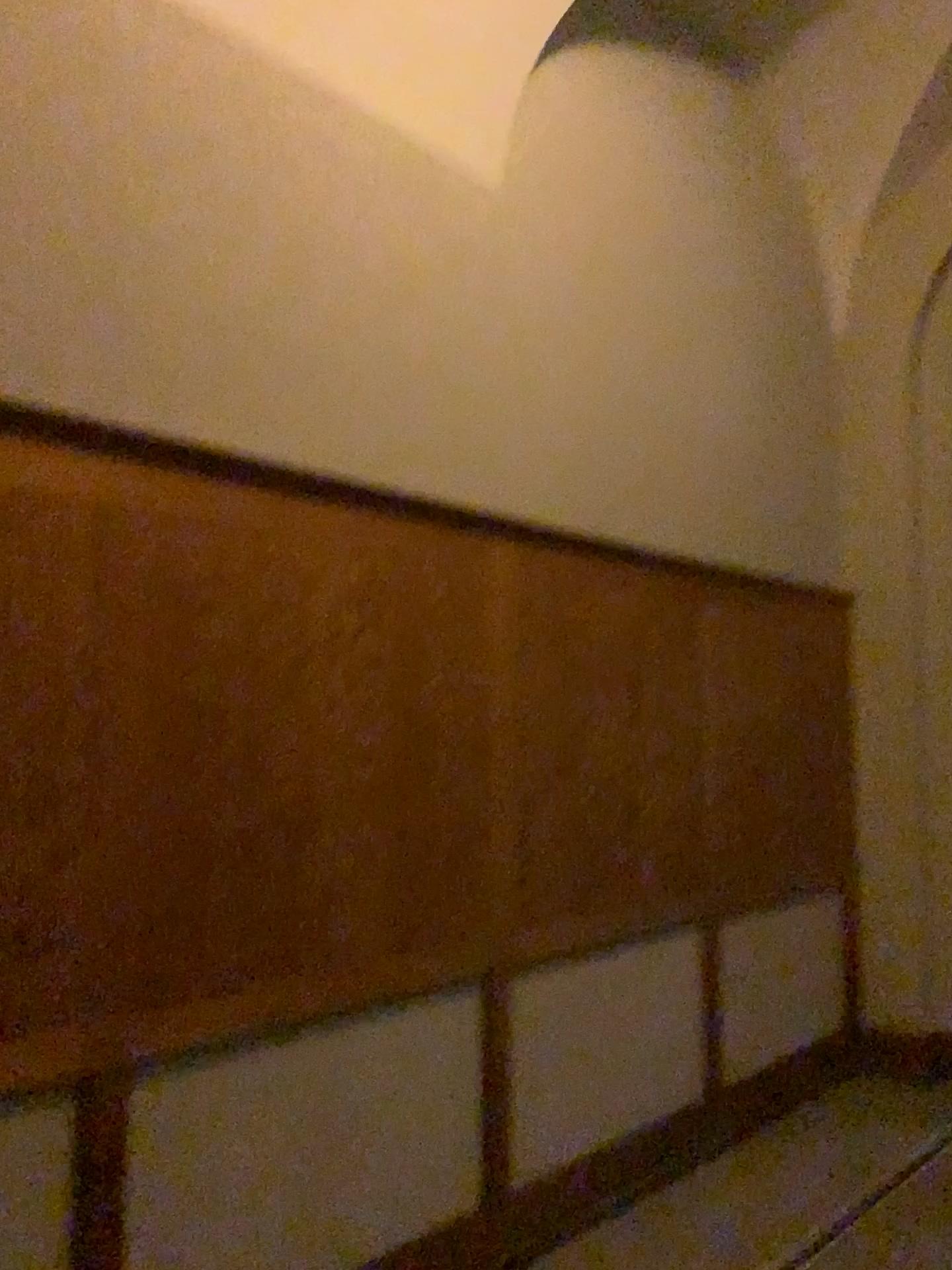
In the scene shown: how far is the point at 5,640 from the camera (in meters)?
2.10

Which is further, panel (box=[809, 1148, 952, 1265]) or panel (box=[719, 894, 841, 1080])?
panel (box=[719, 894, 841, 1080])

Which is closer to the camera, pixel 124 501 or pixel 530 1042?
pixel 124 501

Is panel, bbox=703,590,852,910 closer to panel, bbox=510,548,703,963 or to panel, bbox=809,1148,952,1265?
panel, bbox=510,548,703,963

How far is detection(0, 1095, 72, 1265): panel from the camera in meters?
2.1 m

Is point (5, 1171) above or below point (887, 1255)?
above

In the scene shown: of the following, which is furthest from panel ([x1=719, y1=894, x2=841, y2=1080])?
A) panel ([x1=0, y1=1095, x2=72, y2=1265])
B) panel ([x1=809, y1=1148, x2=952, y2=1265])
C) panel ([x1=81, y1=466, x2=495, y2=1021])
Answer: panel ([x1=0, y1=1095, x2=72, y2=1265])

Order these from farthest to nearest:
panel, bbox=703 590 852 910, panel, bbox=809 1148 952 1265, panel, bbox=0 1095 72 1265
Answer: panel, bbox=703 590 852 910 < panel, bbox=809 1148 952 1265 < panel, bbox=0 1095 72 1265

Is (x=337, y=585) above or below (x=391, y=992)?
above

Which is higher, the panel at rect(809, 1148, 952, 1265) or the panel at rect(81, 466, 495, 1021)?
the panel at rect(81, 466, 495, 1021)
